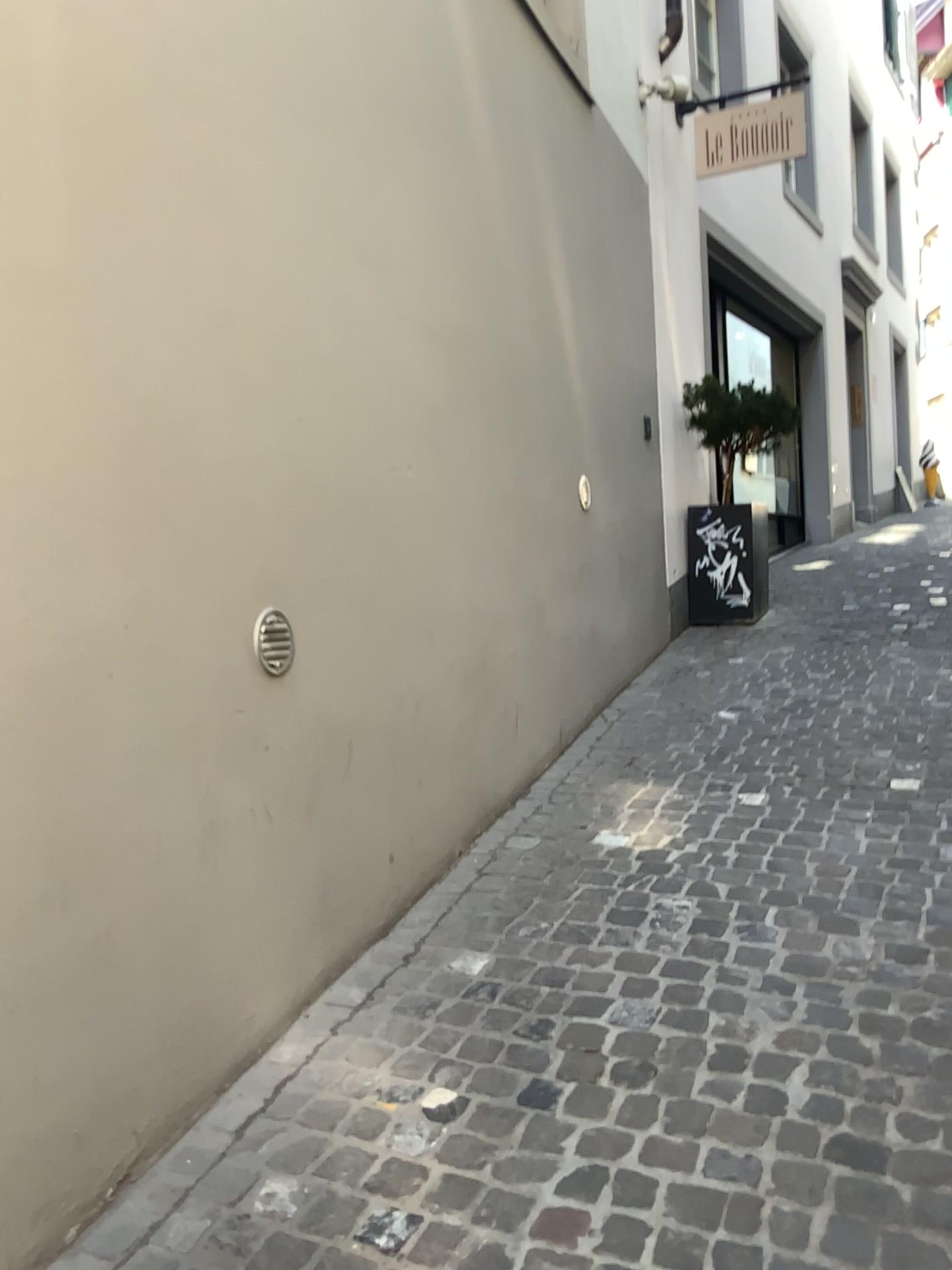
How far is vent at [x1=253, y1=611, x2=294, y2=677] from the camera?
2.3 meters

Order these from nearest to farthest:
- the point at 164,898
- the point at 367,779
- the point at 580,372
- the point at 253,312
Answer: the point at 164,898
the point at 253,312
the point at 367,779
the point at 580,372

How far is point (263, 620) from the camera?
2.3m
